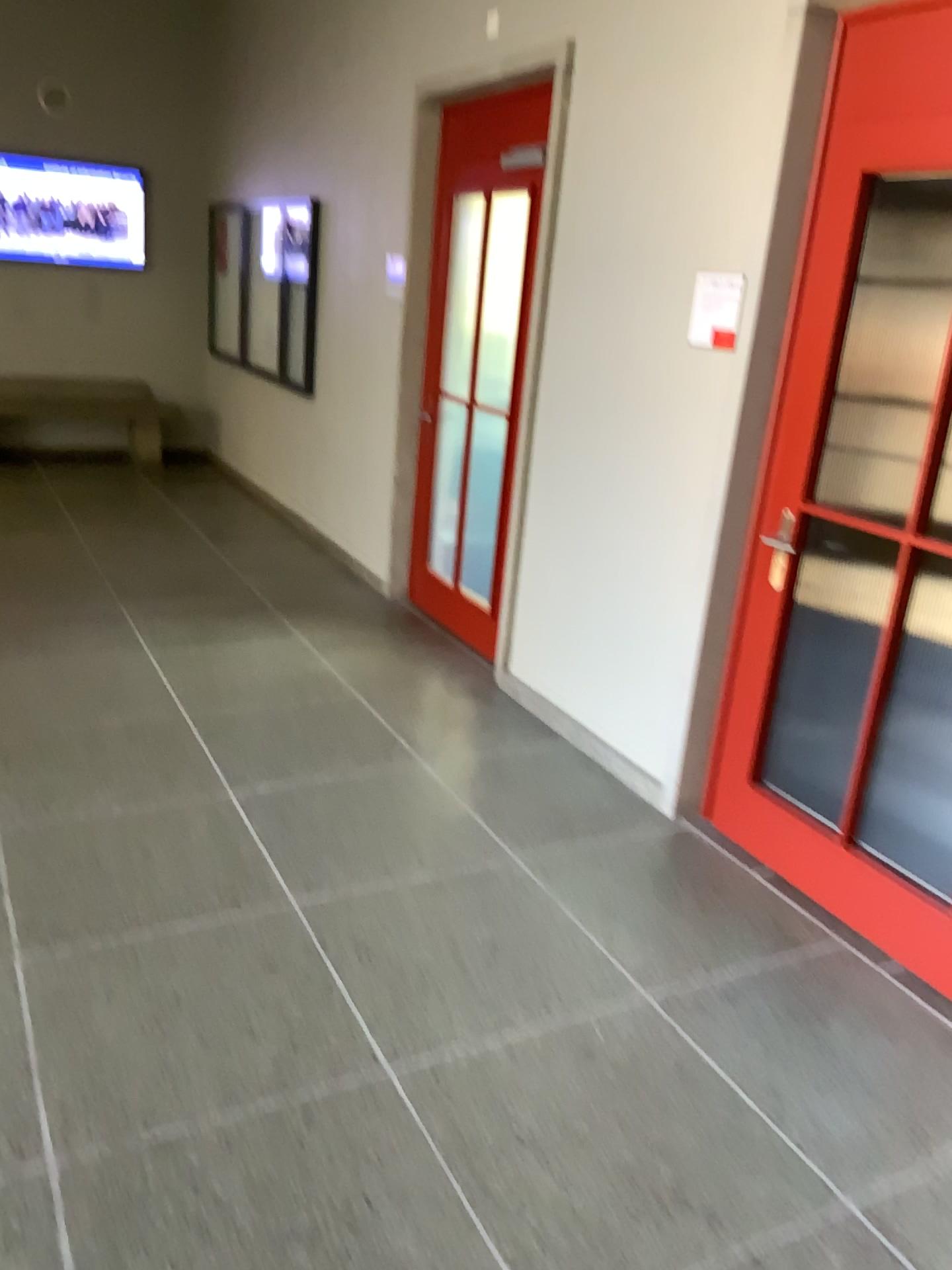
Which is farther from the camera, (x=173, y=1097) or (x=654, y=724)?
(x=654, y=724)

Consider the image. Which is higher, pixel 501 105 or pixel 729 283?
pixel 501 105

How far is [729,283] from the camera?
3.2m

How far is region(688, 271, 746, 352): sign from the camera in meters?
3.2

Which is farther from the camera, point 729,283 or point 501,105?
point 501,105

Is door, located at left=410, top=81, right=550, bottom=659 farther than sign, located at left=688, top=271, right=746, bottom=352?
Yes
